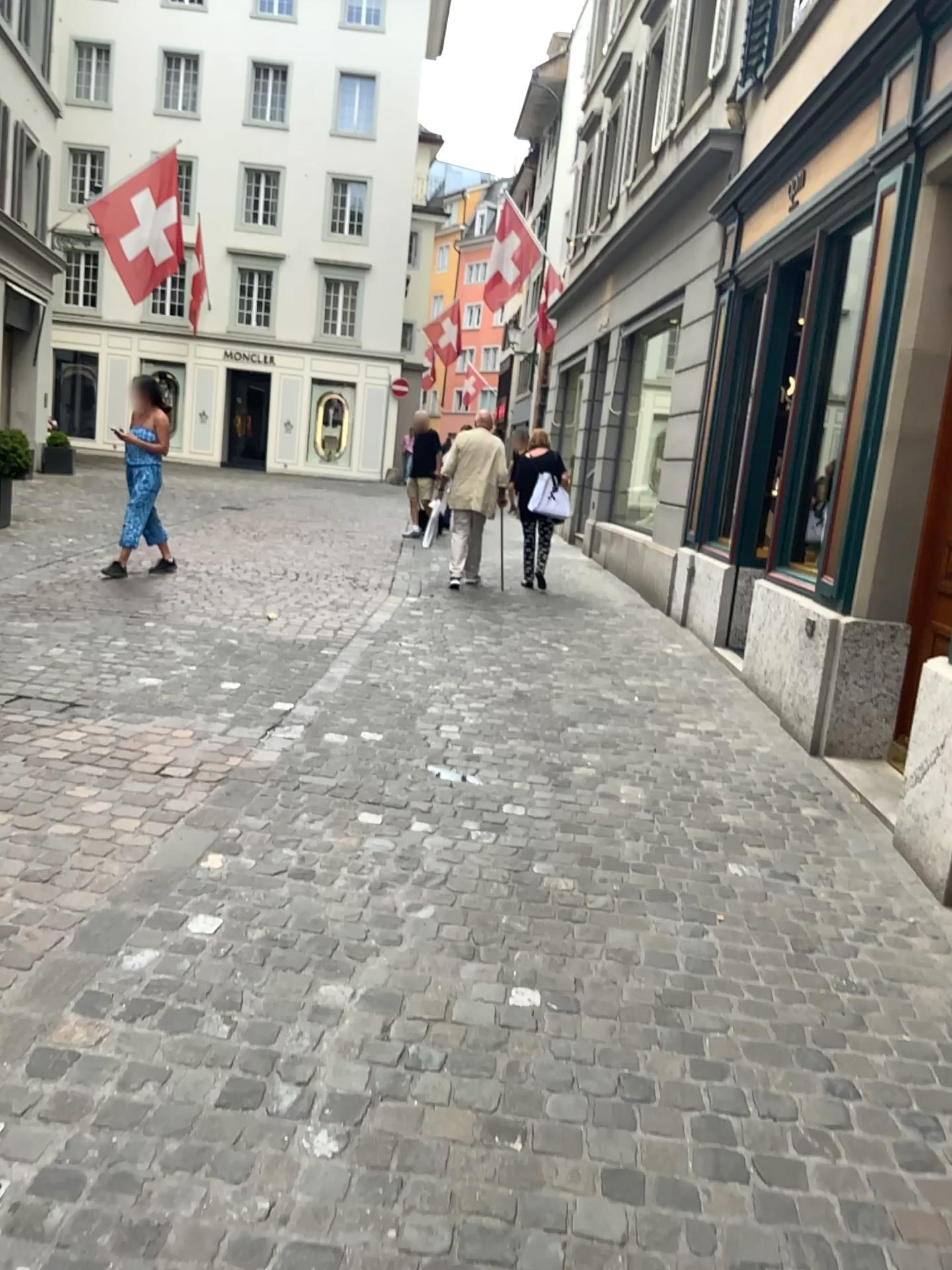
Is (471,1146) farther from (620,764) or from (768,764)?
(768,764)
